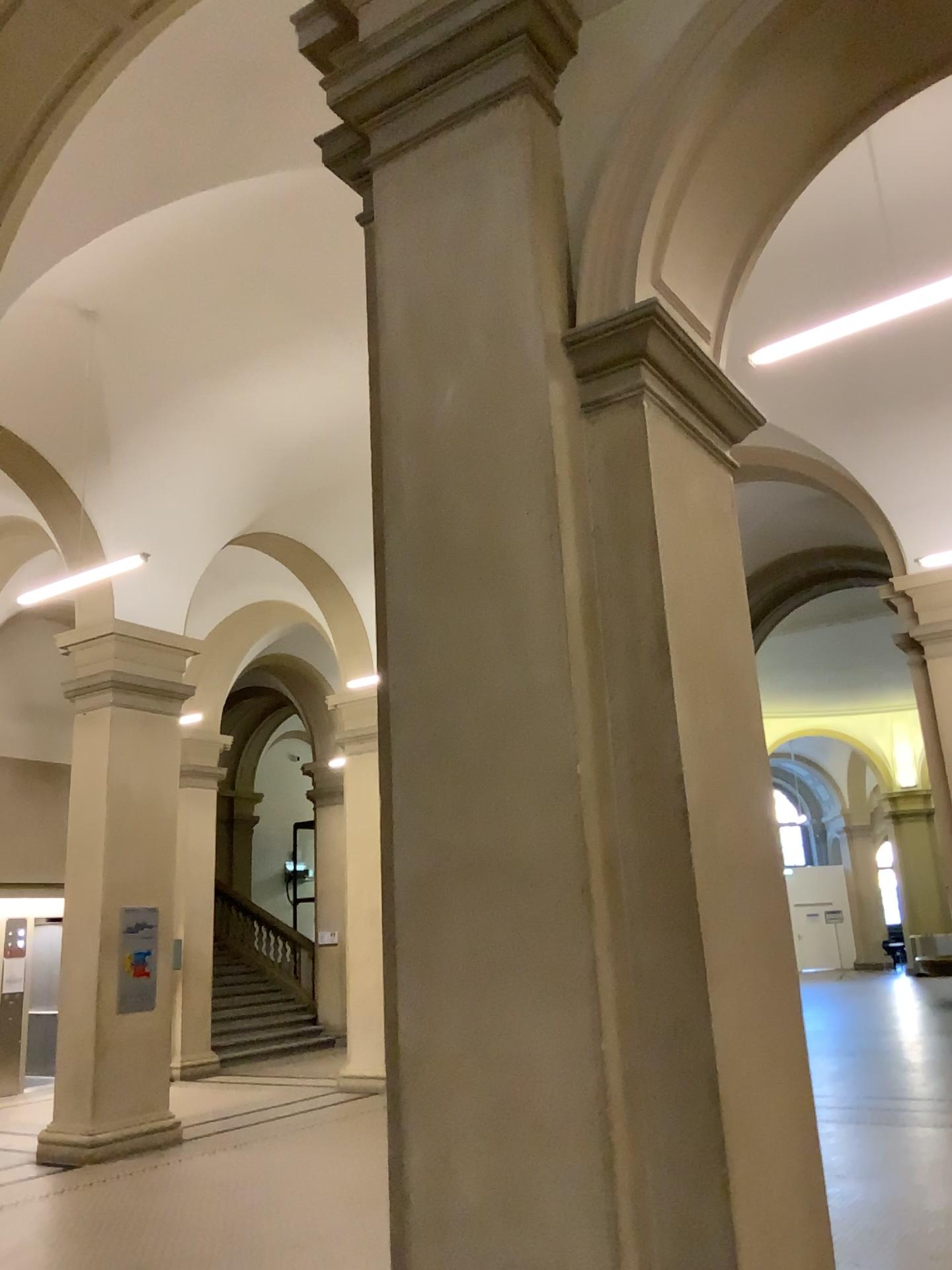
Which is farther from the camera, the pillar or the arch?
the arch

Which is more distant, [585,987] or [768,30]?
[768,30]

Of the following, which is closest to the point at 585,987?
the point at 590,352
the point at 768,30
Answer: the point at 590,352

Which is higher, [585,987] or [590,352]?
[590,352]

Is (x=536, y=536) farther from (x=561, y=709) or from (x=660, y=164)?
(x=660, y=164)
